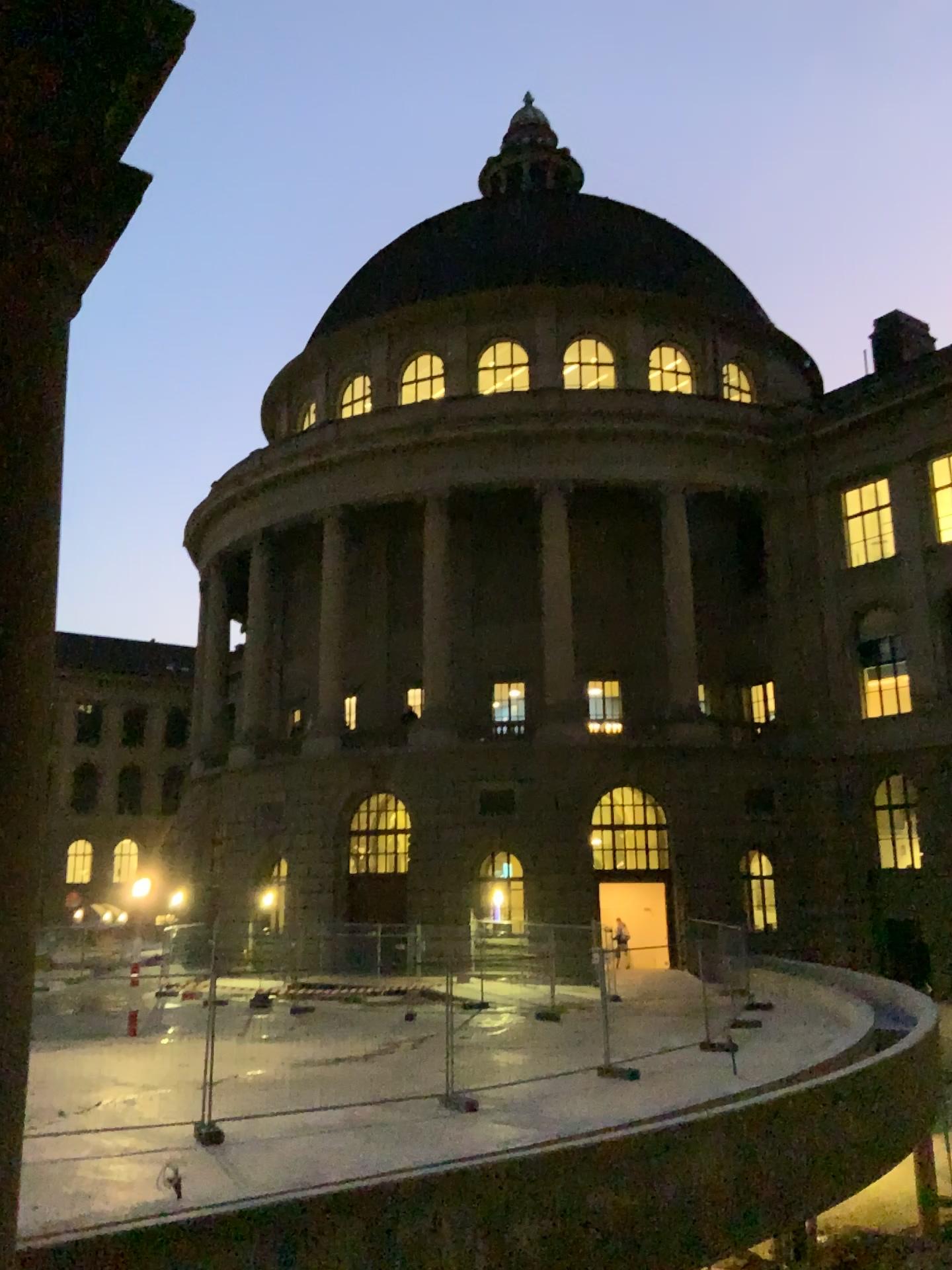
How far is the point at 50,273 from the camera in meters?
2.2
